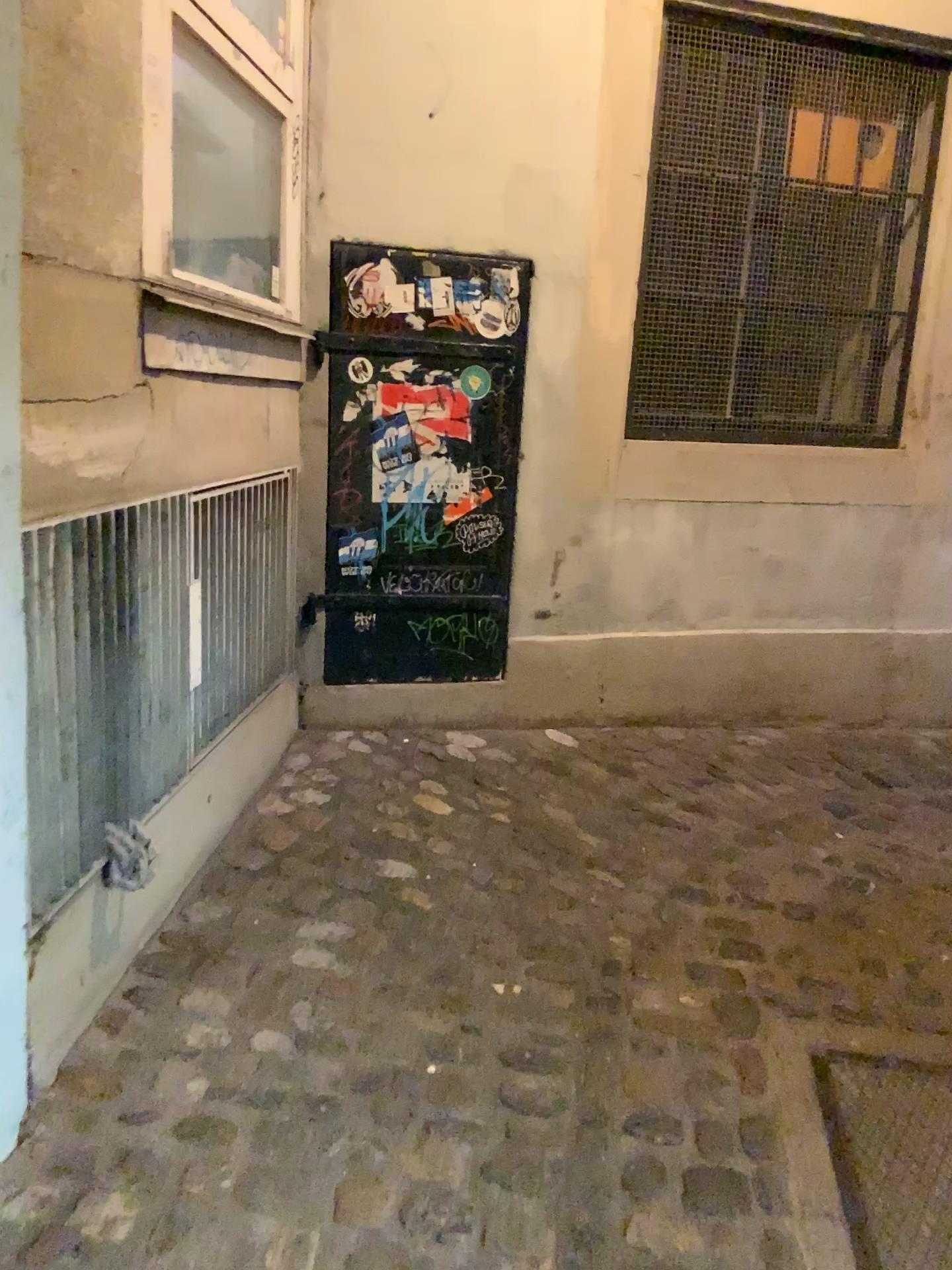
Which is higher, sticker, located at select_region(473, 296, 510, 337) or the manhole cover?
sticker, located at select_region(473, 296, 510, 337)

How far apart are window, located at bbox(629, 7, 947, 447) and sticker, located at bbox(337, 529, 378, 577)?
0.9 meters

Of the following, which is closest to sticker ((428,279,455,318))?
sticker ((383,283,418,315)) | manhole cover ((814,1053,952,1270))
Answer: sticker ((383,283,418,315))

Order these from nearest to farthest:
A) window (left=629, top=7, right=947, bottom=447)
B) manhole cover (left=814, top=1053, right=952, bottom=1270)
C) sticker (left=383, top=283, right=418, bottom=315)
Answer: manhole cover (left=814, top=1053, right=952, bottom=1270) < sticker (left=383, top=283, right=418, bottom=315) < window (left=629, top=7, right=947, bottom=447)

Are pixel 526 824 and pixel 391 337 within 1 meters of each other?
no

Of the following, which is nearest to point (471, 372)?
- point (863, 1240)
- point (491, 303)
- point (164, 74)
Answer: point (491, 303)

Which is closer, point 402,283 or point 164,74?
point 164,74

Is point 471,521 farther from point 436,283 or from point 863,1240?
point 863,1240

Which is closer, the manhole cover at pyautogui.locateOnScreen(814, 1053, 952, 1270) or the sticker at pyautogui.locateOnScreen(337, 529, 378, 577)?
the manhole cover at pyautogui.locateOnScreen(814, 1053, 952, 1270)

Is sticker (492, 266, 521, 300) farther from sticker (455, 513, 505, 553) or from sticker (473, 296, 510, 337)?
sticker (455, 513, 505, 553)
